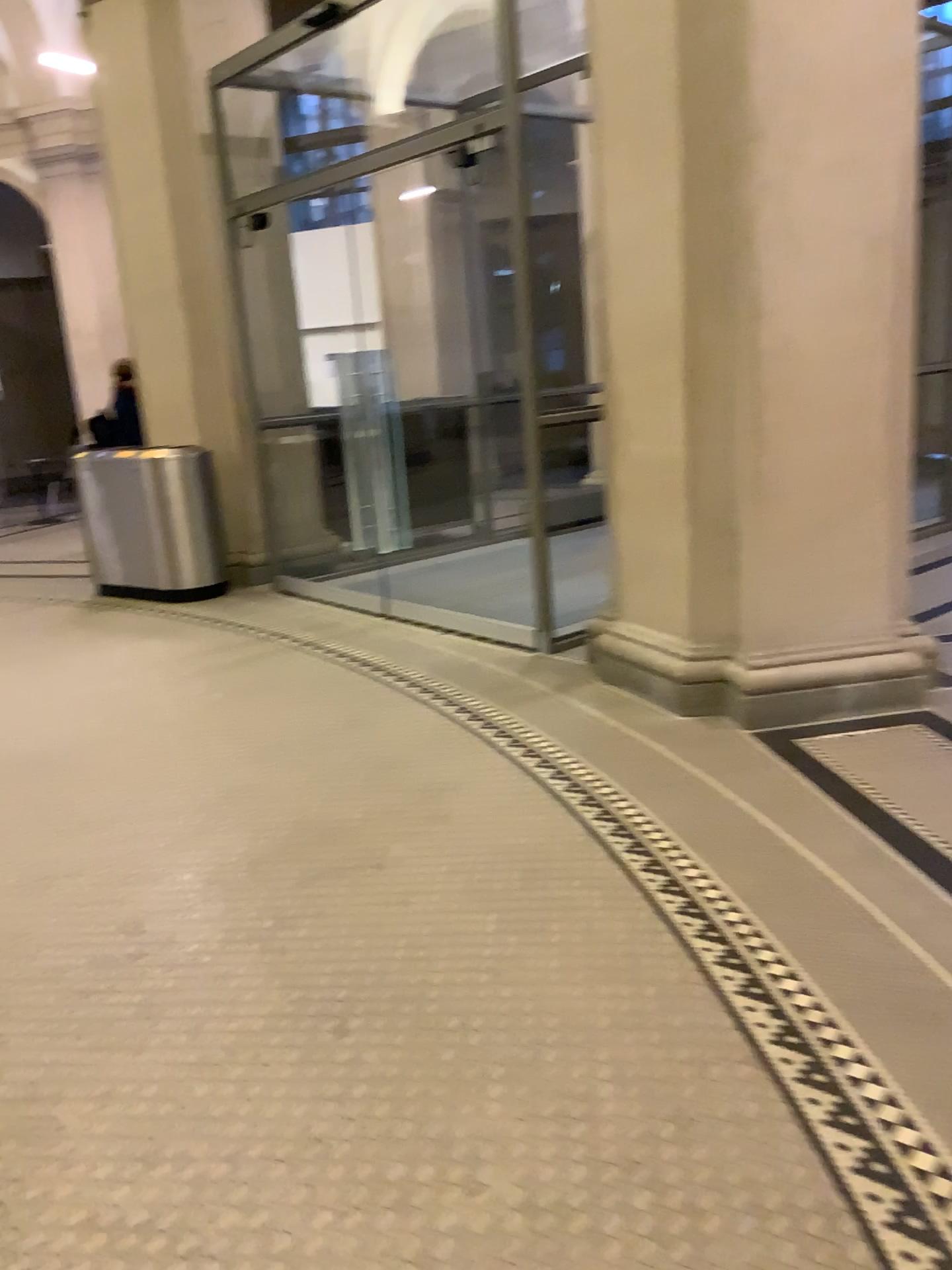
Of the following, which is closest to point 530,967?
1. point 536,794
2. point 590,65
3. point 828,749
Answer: point 536,794
